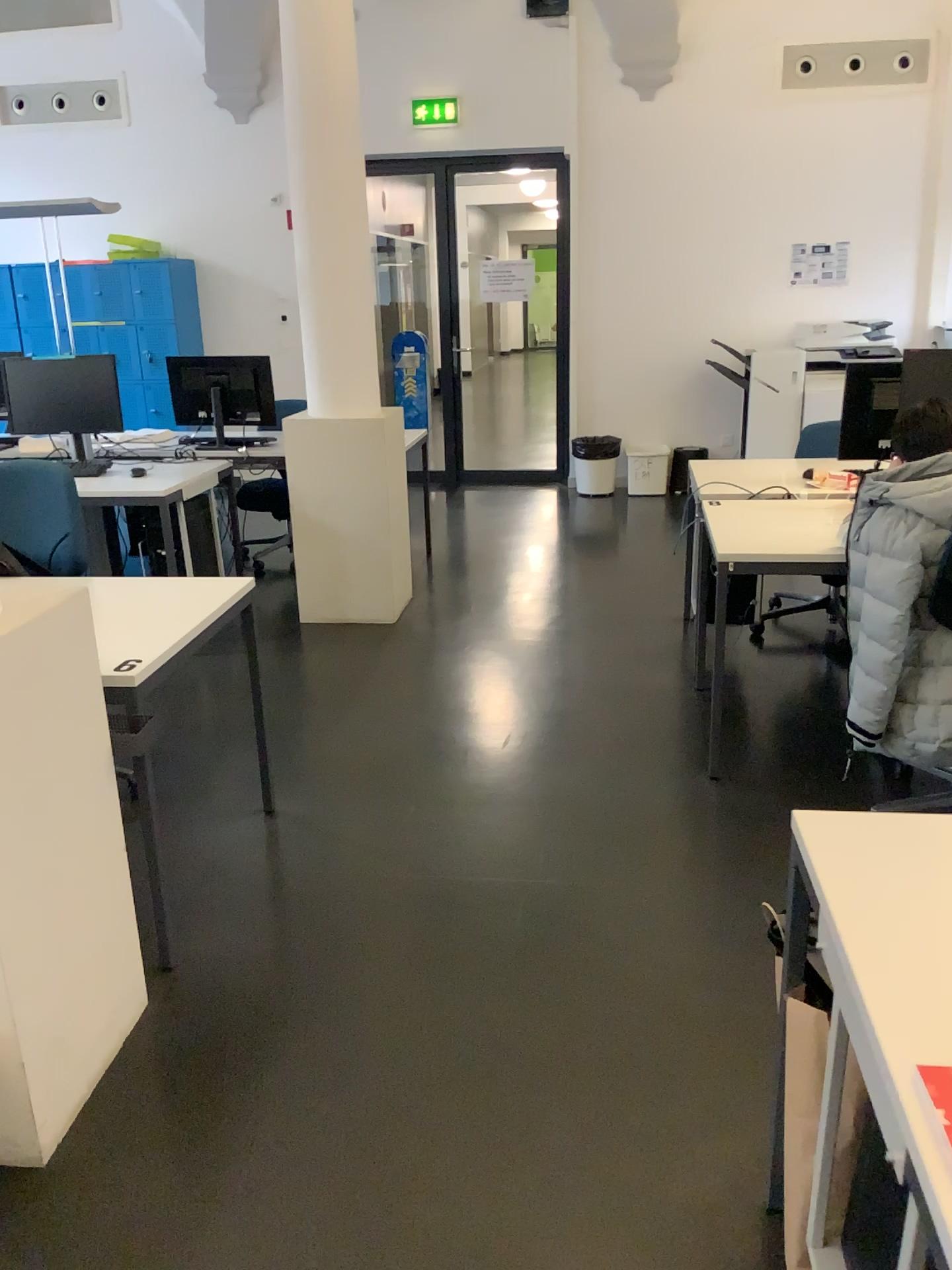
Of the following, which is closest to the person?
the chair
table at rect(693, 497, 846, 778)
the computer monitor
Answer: table at rect(693, 497, 846, 778)

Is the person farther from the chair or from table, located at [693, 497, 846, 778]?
the chair

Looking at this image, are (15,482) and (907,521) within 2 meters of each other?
no

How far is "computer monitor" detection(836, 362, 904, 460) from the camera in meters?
3.9 m

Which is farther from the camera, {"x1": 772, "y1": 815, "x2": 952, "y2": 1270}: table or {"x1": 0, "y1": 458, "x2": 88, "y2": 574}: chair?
{"x1": 0, "y1": 458, "x2": 88, "y2": 574}: chair

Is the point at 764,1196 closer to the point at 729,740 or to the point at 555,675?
the point at 729,740

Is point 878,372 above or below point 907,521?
above

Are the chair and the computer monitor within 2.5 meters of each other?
no

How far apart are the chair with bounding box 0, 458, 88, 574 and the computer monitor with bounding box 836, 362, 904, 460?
2.79m

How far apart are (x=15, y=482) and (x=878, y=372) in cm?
298
